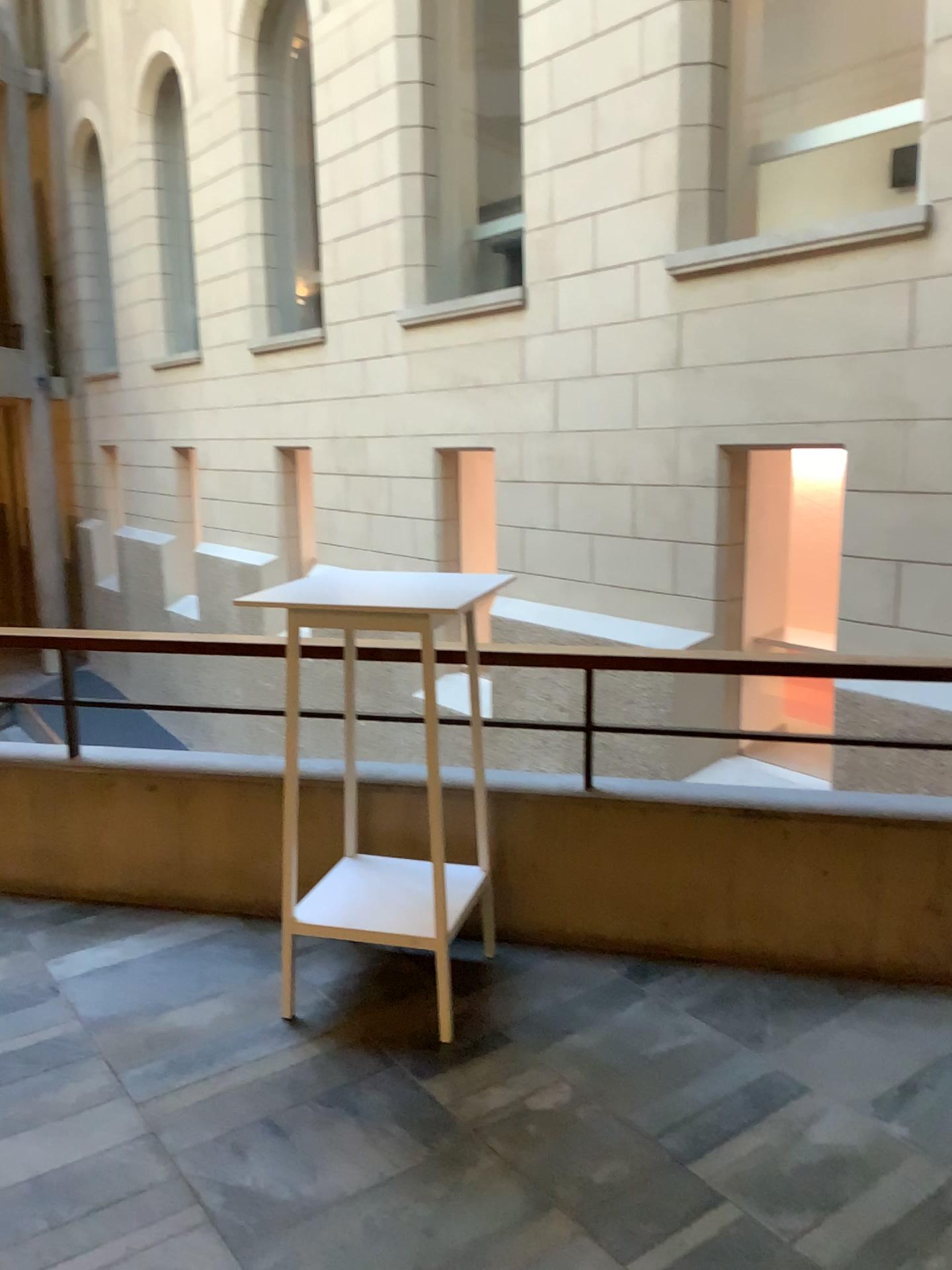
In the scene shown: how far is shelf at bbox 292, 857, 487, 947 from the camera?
2.8m

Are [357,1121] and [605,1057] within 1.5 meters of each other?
yes

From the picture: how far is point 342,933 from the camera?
2.8 meters
